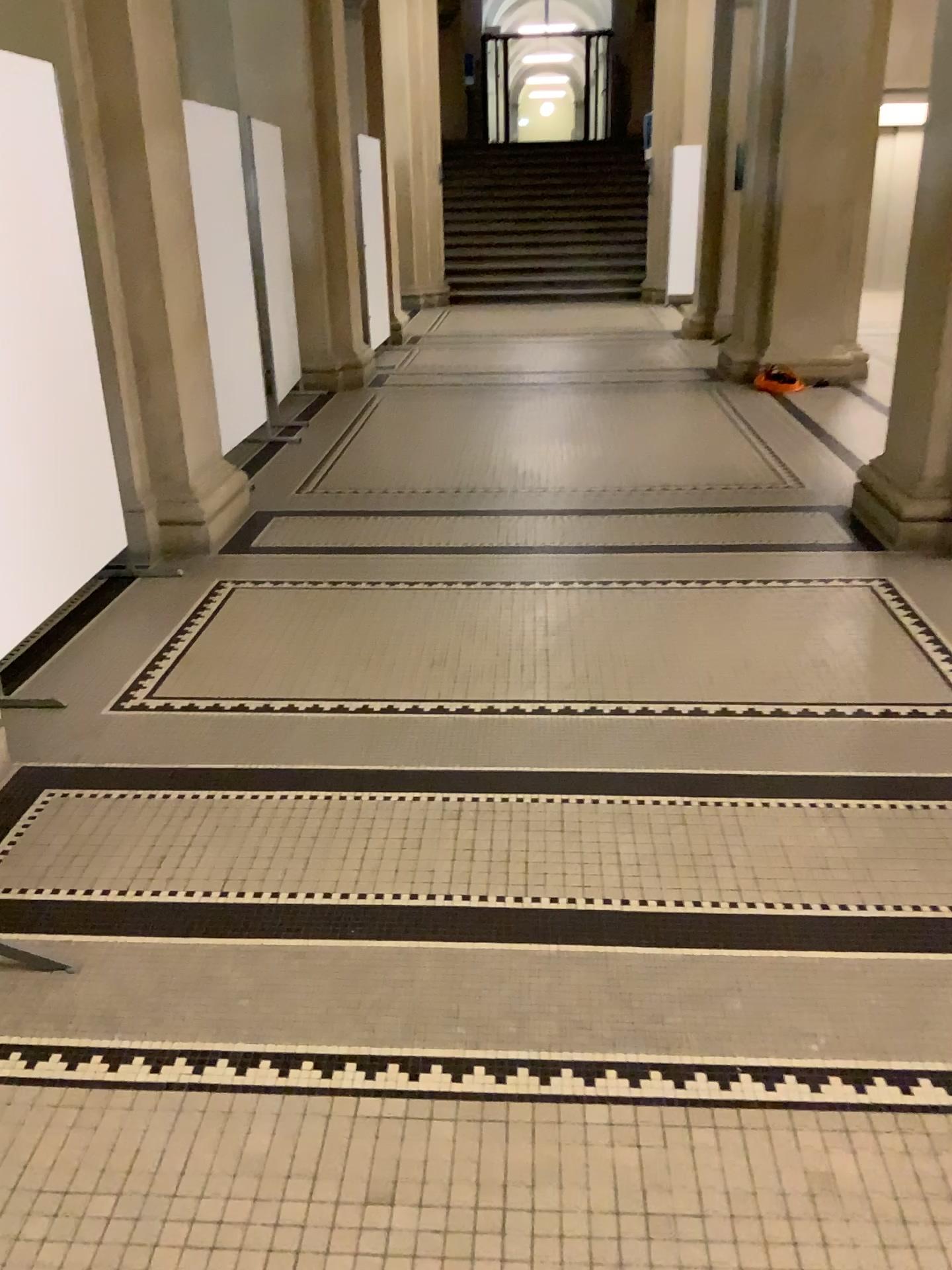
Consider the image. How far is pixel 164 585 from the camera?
4.52m
